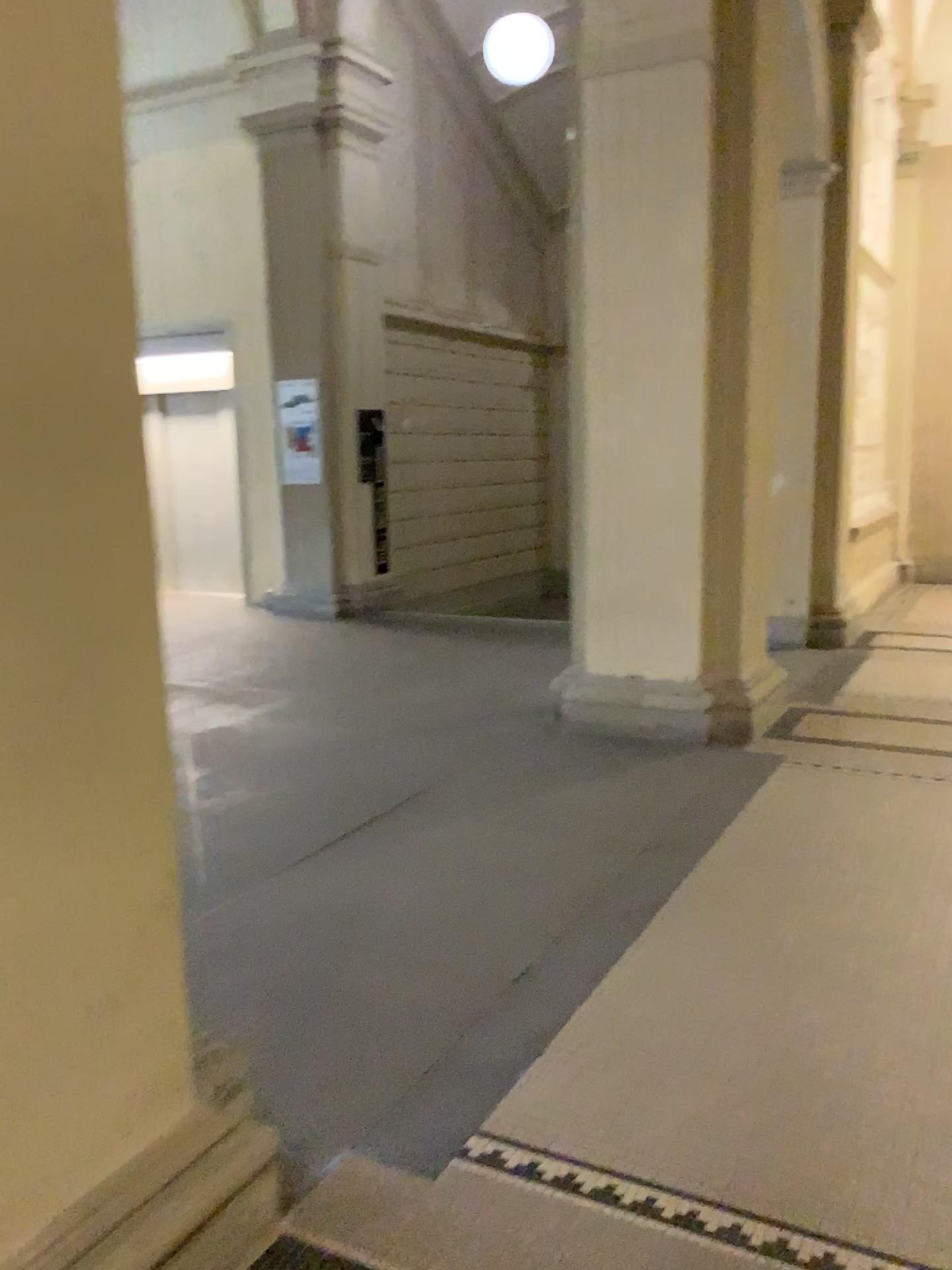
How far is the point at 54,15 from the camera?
1.5m

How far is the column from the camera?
1.5 meters

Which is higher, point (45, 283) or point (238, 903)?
point (45, 283)
